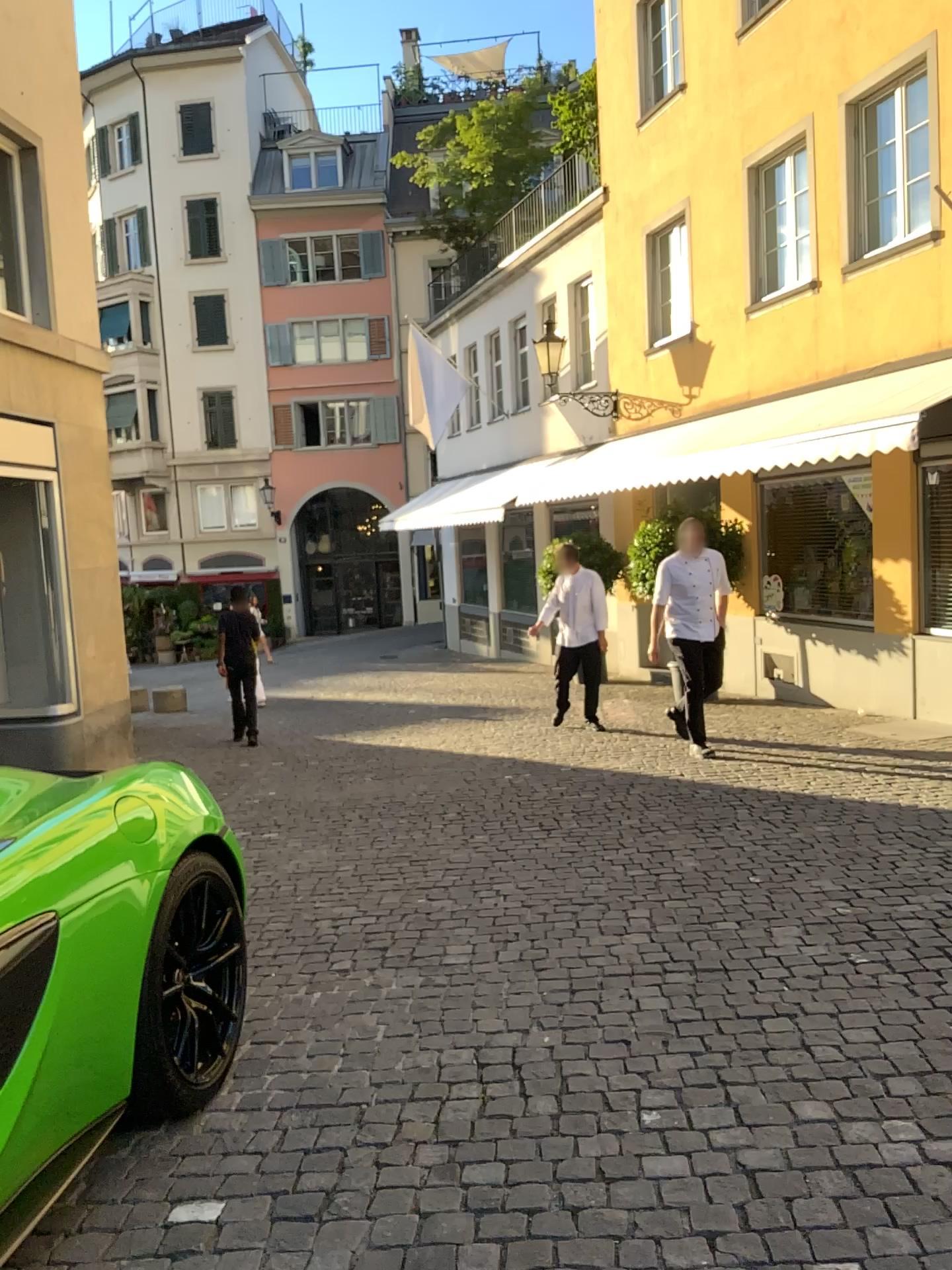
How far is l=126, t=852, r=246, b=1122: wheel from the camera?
2.7m

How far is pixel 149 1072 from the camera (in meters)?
2.69

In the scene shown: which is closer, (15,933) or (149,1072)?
(15,933)

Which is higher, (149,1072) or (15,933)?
(15,933)

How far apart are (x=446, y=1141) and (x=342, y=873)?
2.7m

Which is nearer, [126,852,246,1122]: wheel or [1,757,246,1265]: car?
[1,757,246,1265]: car
